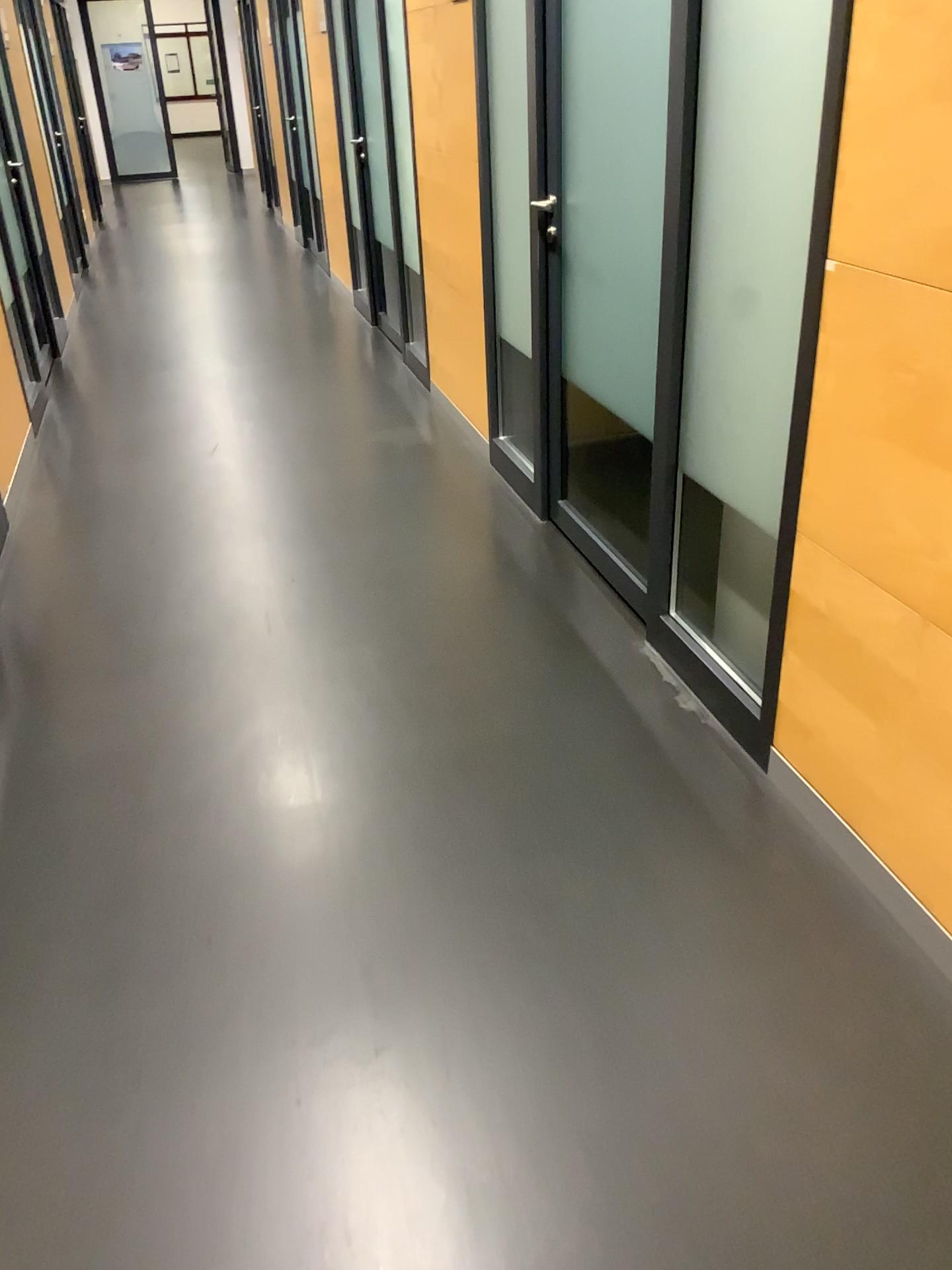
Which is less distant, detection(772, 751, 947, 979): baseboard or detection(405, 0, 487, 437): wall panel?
detection(772, 751, 947, 979): baseboard

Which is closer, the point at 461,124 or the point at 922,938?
the point at 922,938

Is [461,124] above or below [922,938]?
above

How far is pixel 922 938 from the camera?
1.8m

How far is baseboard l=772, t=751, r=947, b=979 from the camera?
1.8 meters

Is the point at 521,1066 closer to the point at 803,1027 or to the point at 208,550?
the point at 803,1027
